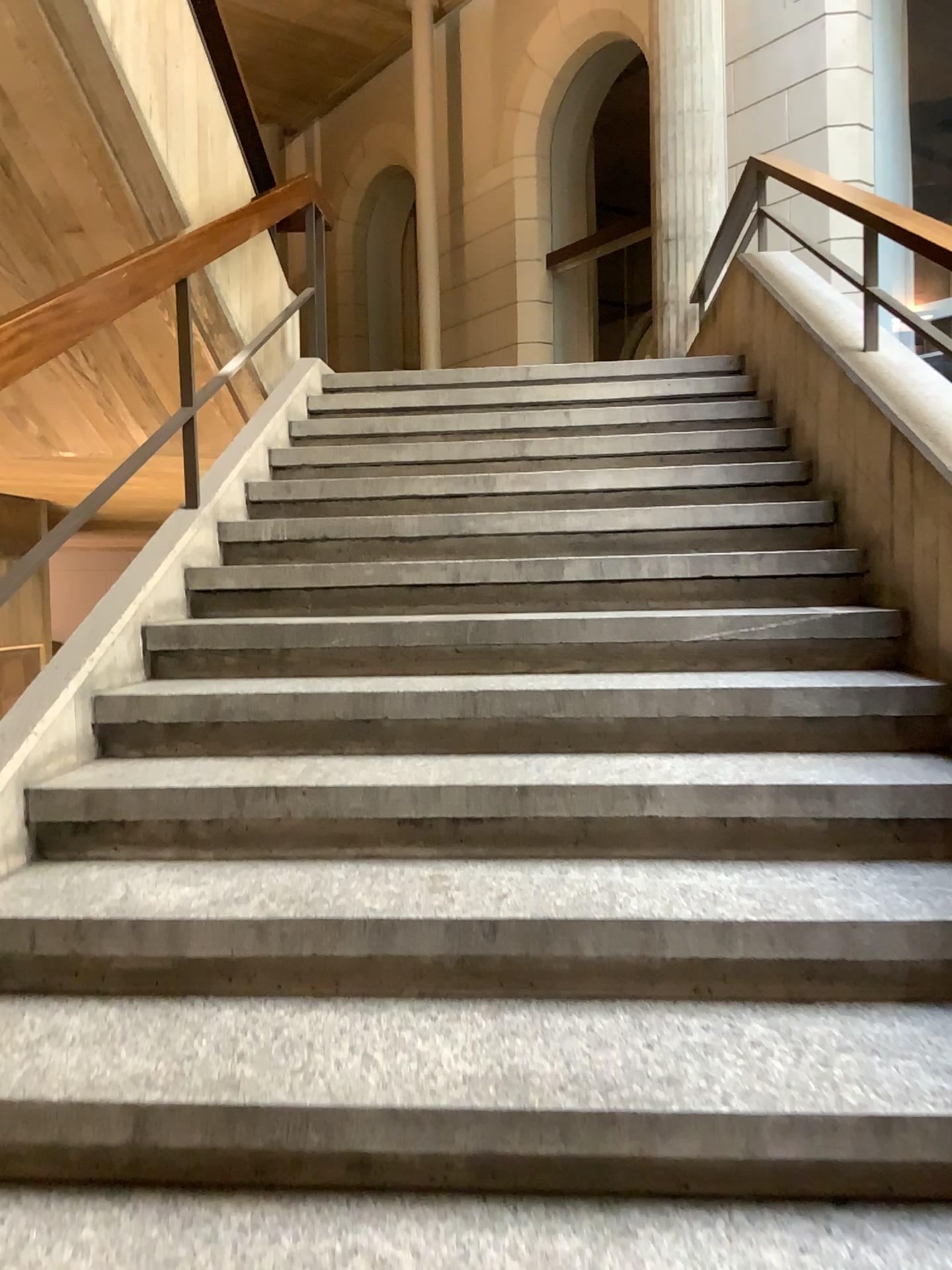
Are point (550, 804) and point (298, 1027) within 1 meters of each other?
yes
